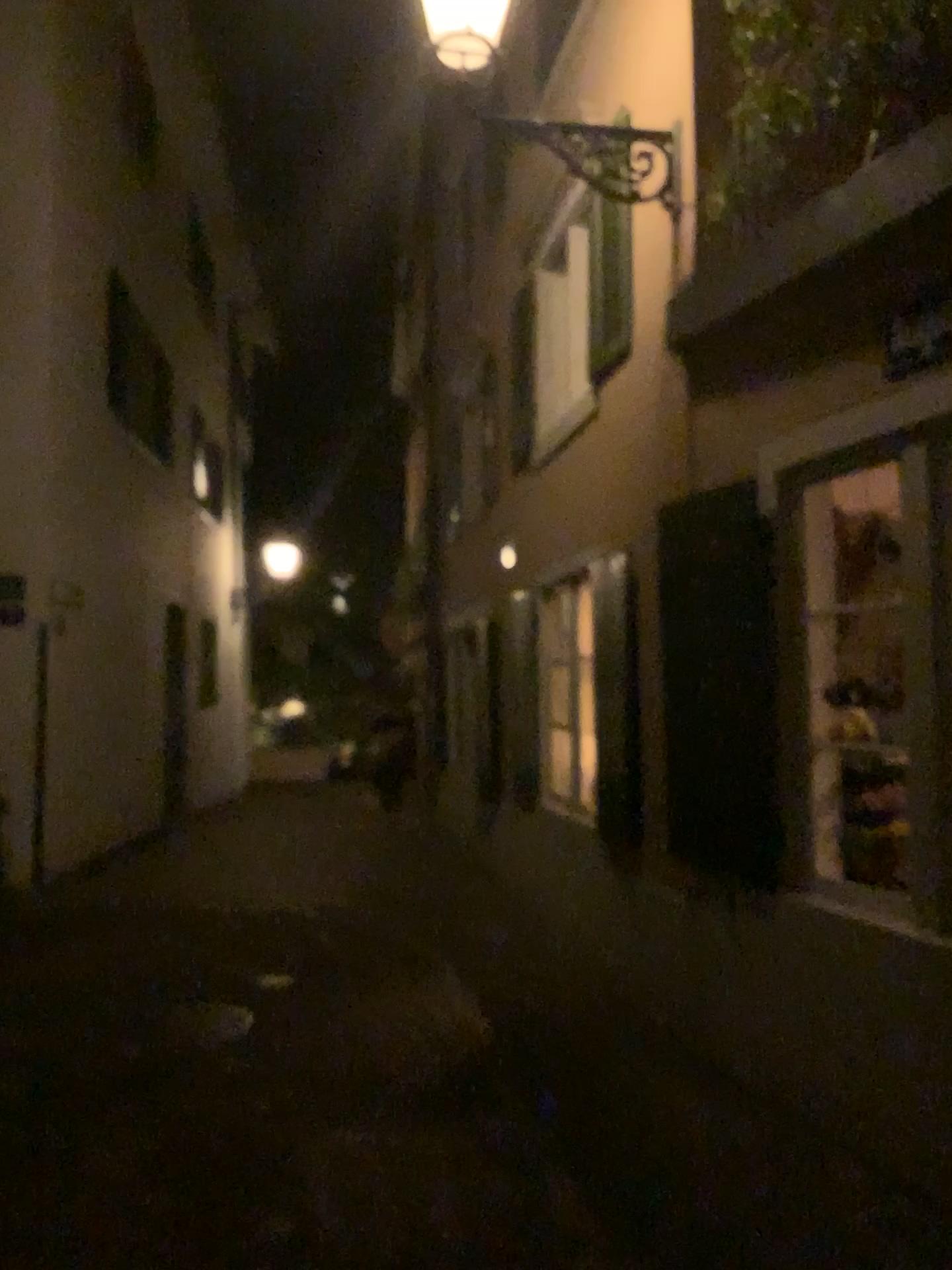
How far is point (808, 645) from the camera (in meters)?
3.96
